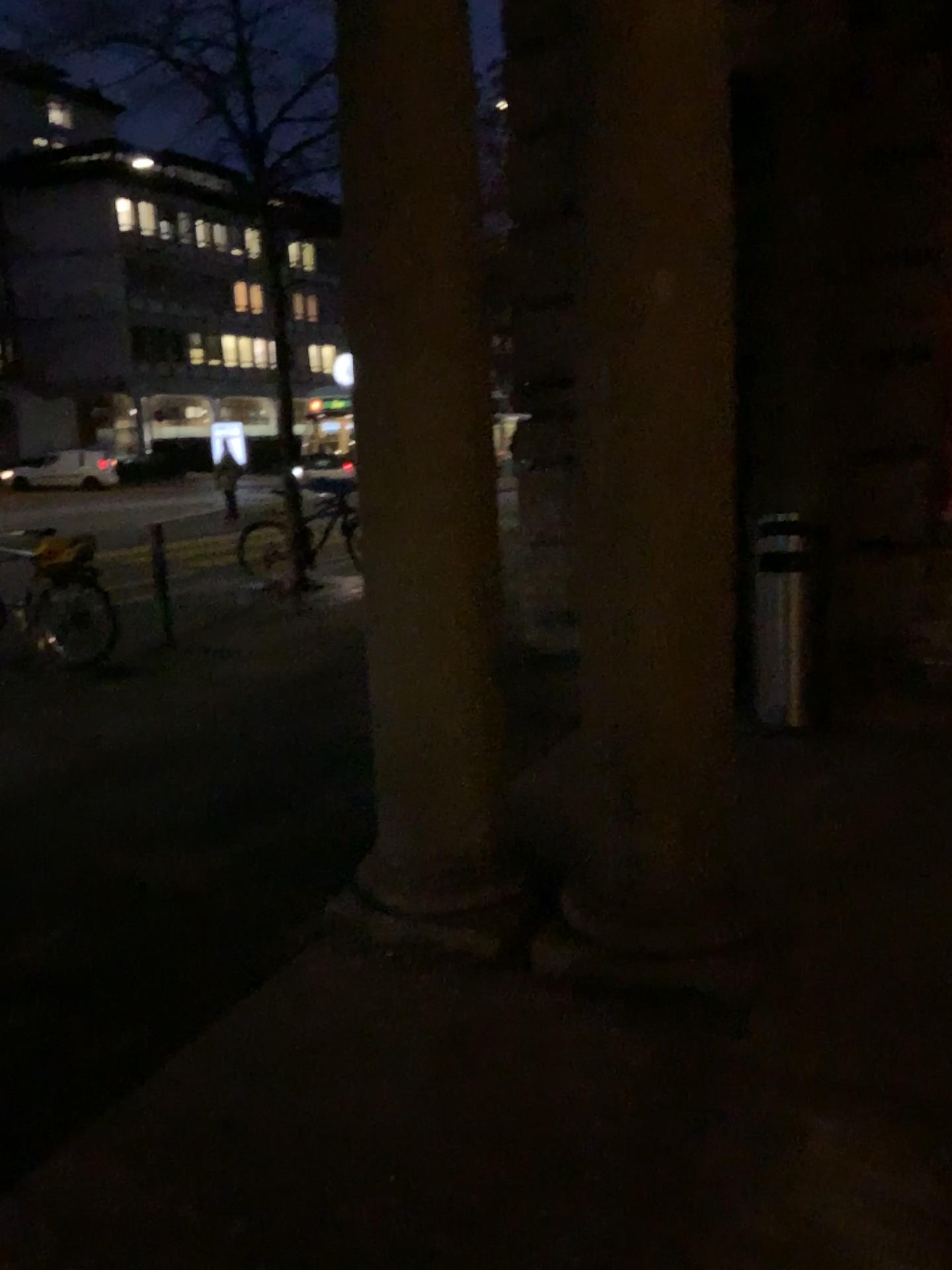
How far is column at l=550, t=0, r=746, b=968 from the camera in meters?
2.5

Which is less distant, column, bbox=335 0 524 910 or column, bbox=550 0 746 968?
column, bbox=550 0 746 968

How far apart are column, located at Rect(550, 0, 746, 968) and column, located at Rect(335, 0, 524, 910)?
0.3m

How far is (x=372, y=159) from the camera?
2.8m

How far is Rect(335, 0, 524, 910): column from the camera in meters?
2.8

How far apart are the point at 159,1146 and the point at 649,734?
1.5m

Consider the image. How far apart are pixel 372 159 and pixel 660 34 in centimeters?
79cm

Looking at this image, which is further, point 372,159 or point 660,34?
point 372,159
